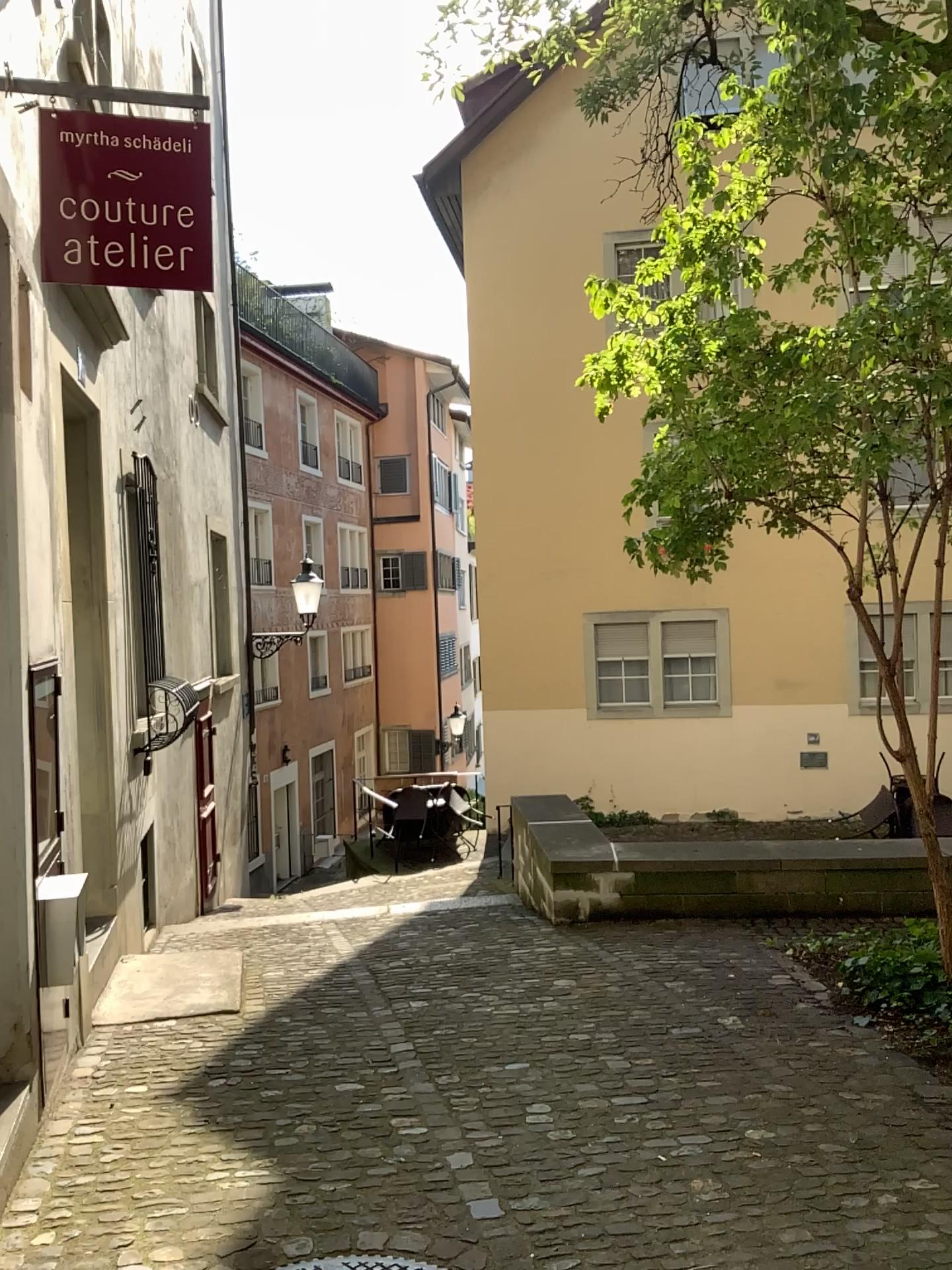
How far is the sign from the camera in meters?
2.9

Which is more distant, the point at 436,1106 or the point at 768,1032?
the point at 768,1032

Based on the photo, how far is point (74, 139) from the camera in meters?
2.9
